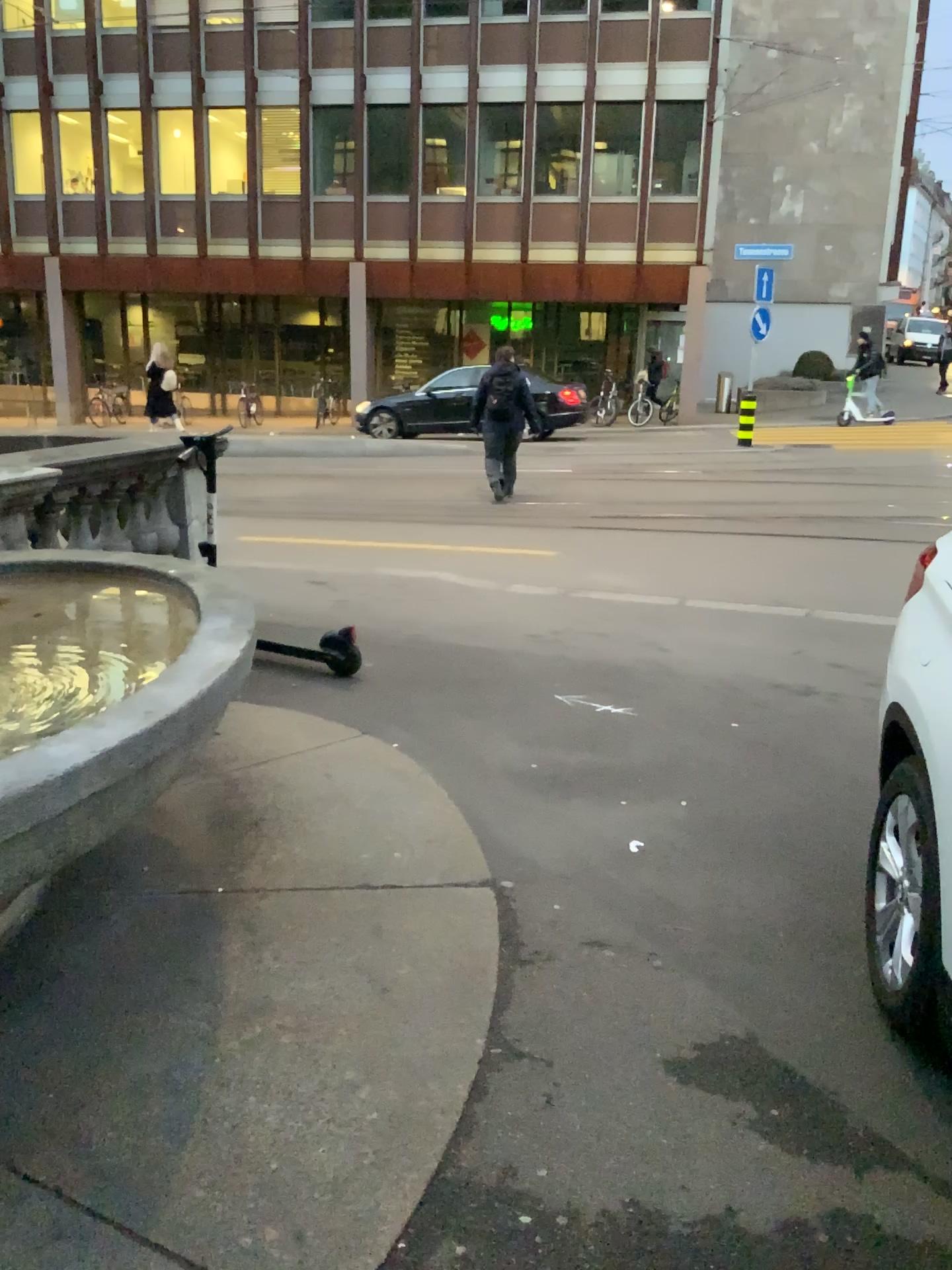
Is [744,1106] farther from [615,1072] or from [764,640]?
[764,640]
